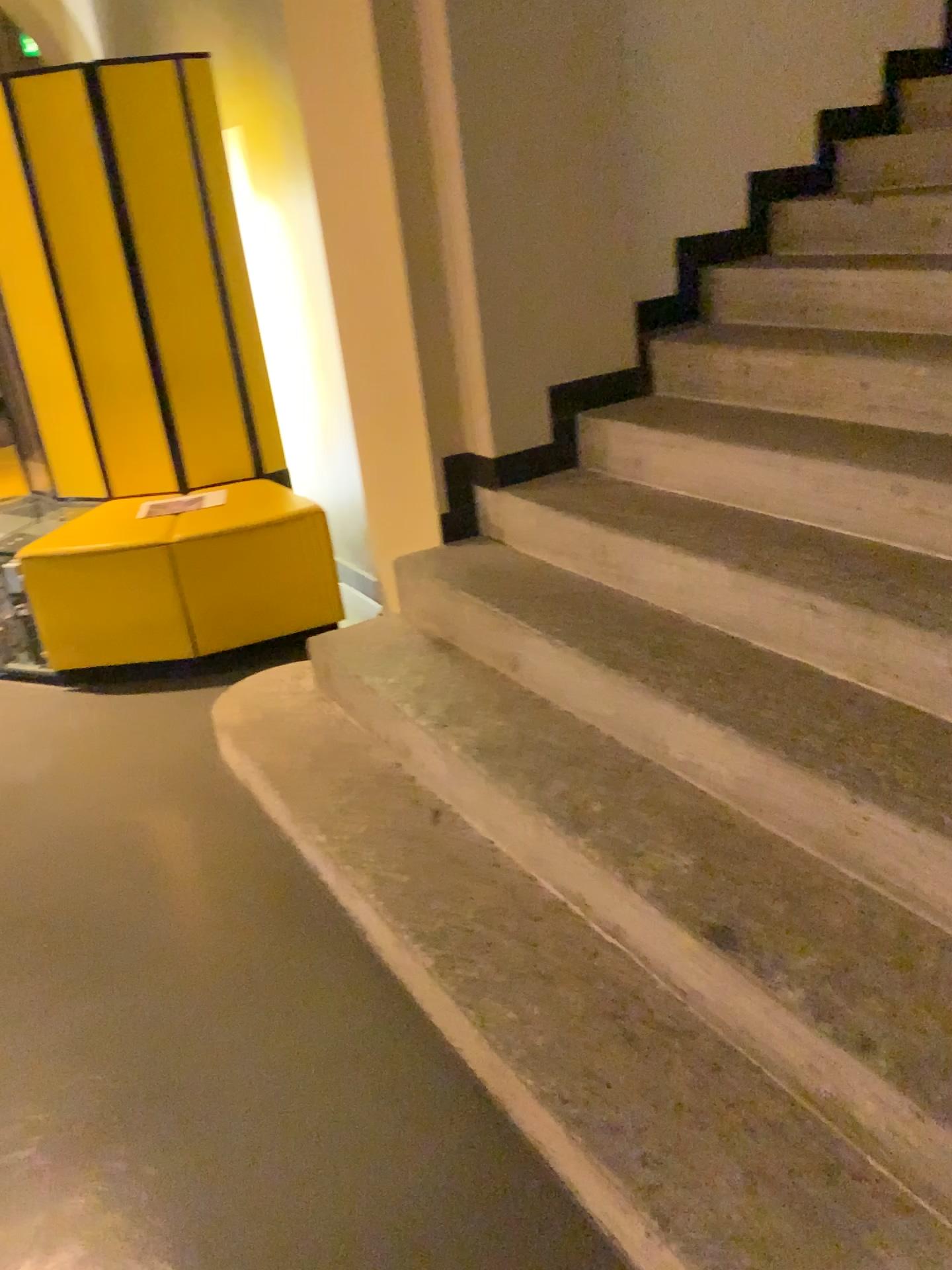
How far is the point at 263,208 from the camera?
3.9 meters

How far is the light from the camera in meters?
3.9 m

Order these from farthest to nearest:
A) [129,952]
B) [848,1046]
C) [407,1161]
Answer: [129,952] < [407,1161] < [848,1046]
